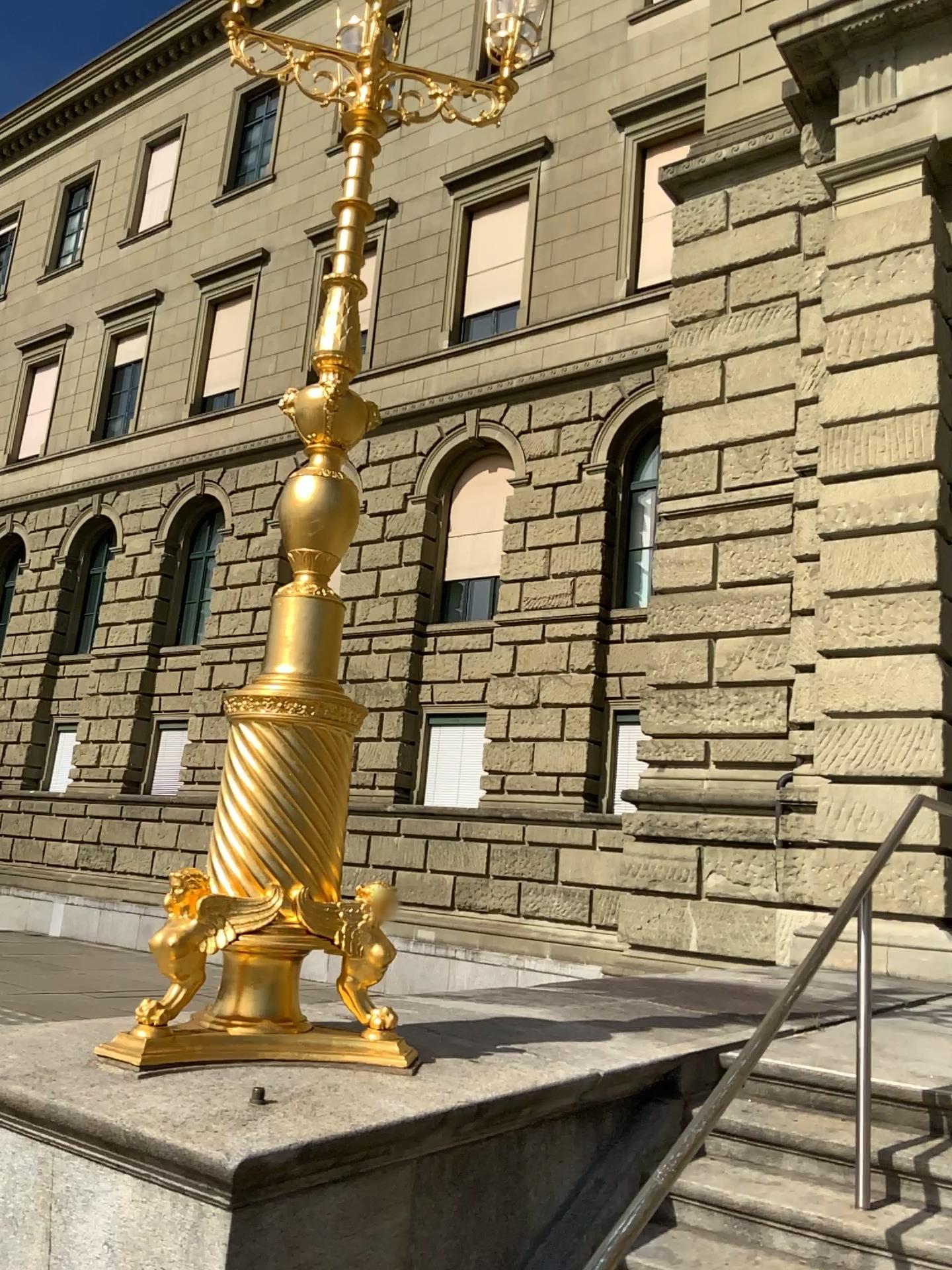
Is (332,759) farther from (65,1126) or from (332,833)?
(65,1126)
